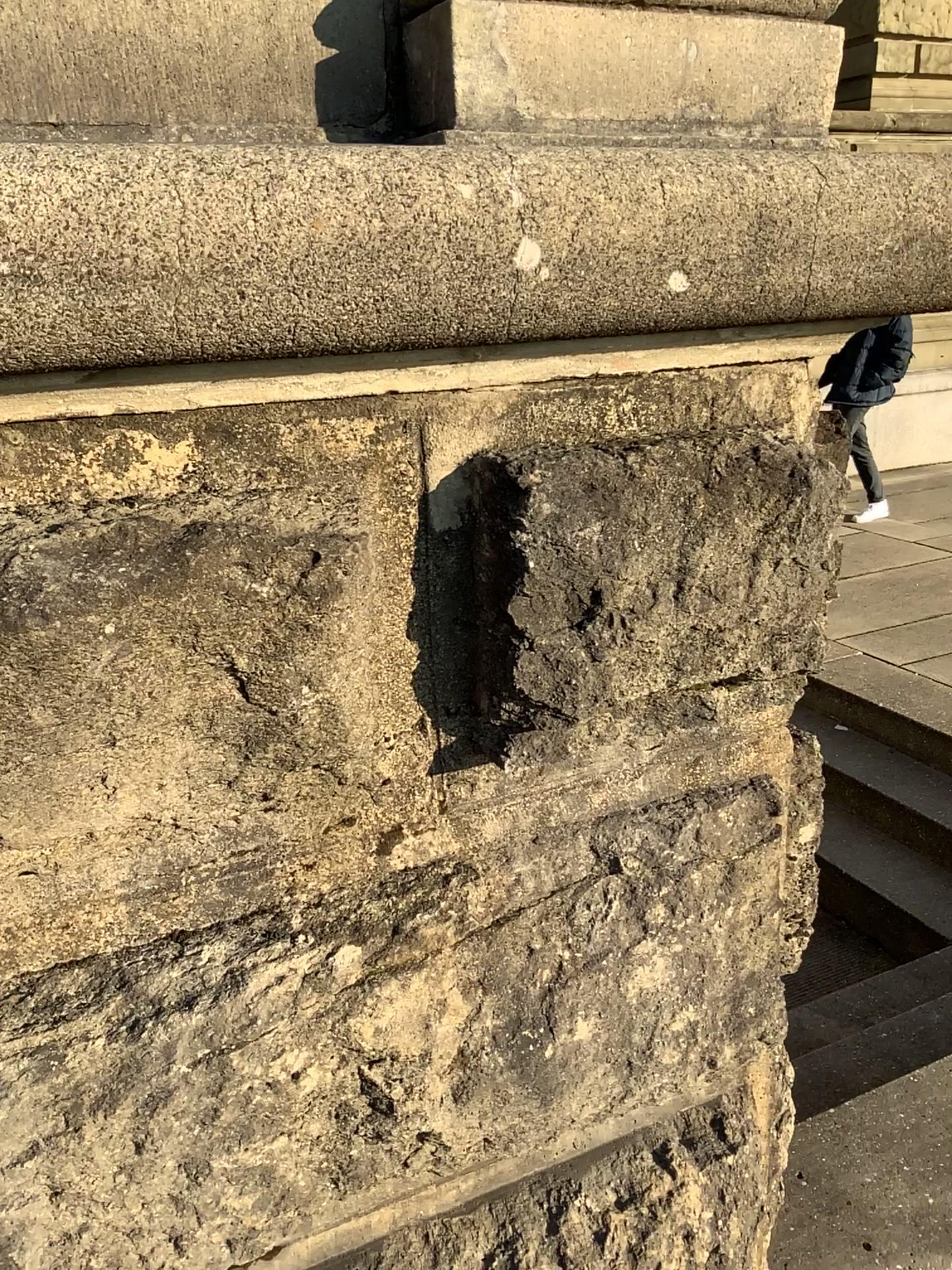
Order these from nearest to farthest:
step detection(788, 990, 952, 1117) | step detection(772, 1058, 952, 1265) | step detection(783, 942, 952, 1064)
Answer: step detection(772, 1058, 952, 1265)
step detection(788, 990, 952, 1117)
step detection(783, 942, 952, 1064)

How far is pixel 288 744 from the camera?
Result: 0.9m

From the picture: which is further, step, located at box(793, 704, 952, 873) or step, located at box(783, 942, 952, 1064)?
step, located at box(793, 704, 952, 873)

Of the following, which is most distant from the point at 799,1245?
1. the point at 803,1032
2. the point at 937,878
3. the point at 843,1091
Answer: the point at 937,878

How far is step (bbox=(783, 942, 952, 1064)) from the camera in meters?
2.6 m

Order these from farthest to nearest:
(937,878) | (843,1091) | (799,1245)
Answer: (937,878)
(843,1091)
(799,1245)

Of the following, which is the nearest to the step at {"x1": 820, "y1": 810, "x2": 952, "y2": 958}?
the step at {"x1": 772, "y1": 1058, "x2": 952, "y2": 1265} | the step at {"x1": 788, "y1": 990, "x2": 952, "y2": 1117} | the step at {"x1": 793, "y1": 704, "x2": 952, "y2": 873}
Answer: the step at {"x1": 793, "y1": 704, "x2": 952, "y2": 873}

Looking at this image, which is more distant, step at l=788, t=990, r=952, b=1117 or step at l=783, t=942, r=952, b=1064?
step at l=783, t=942, r=952, b=1064

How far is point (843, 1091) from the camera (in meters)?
2.31

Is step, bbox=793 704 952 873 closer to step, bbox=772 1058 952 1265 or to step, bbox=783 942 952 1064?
step, bbox=783 942 952 1064
